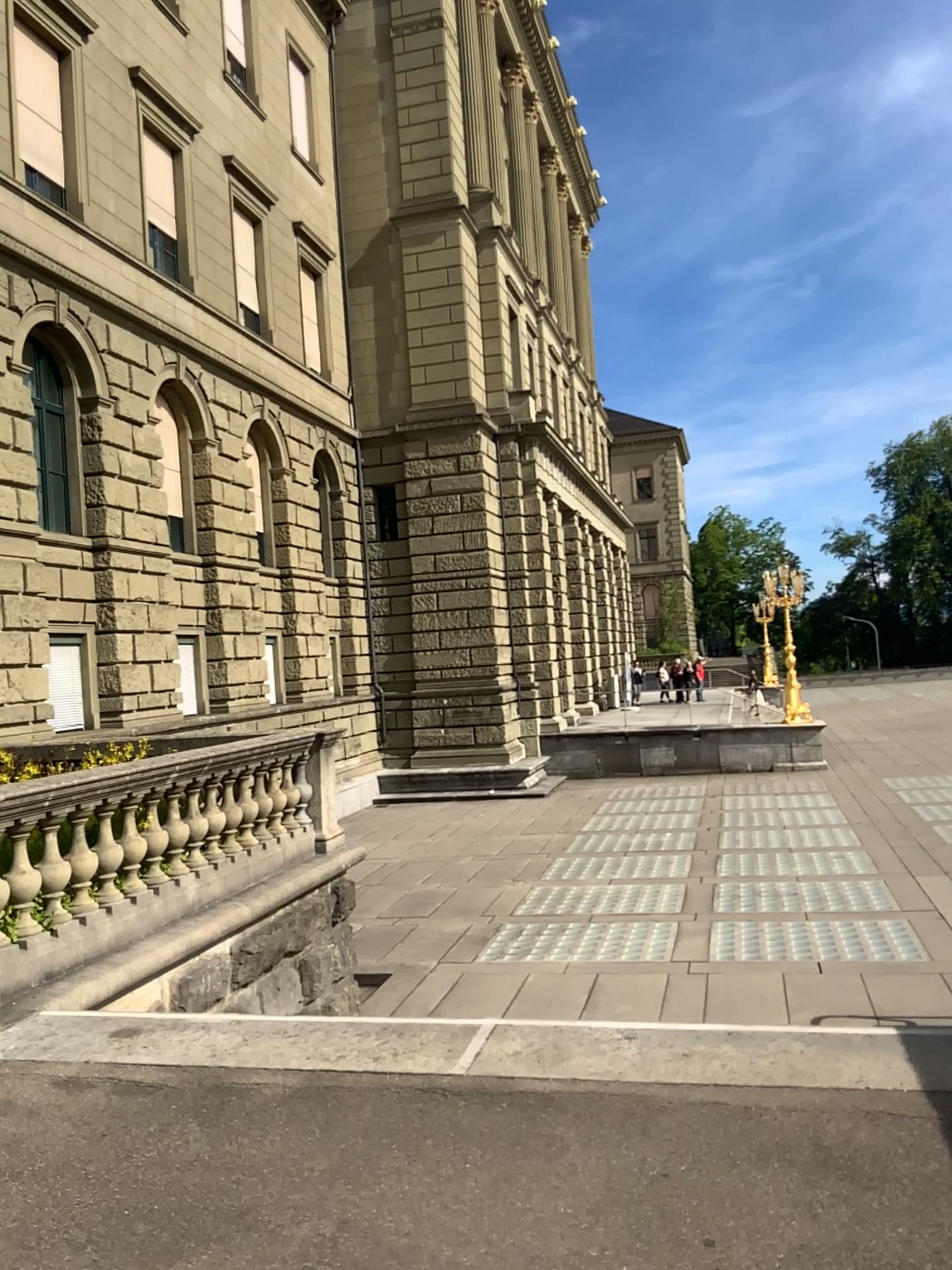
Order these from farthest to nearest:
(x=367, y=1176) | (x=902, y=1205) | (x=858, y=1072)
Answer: (x=858, y=1072)
(x=367, y=1176)
(x=902, y=1205)
